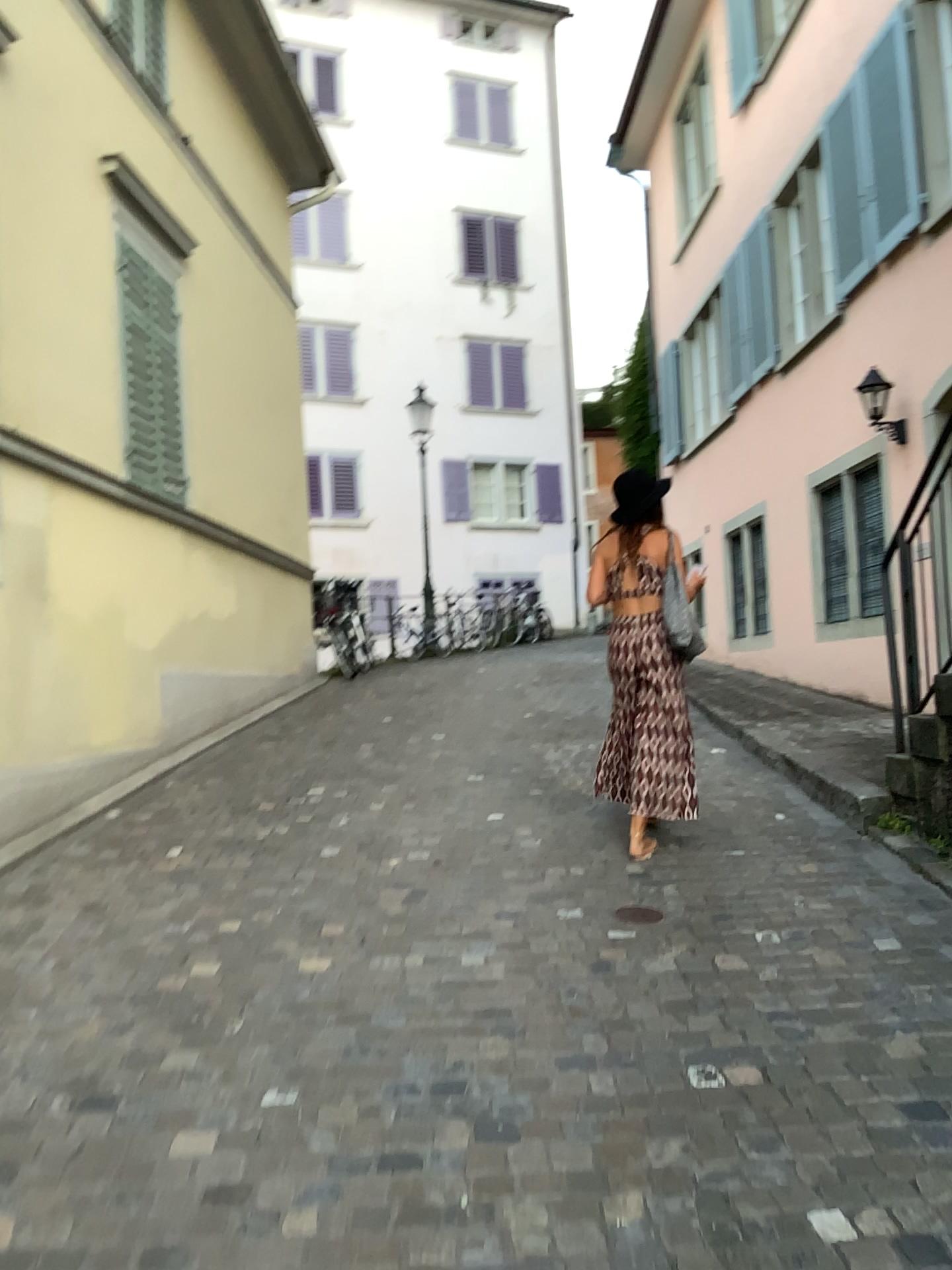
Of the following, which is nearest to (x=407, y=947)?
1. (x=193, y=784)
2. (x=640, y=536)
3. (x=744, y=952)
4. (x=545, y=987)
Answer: (x=545, y=987)

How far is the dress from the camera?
4.6 meters

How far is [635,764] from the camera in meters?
4.6
